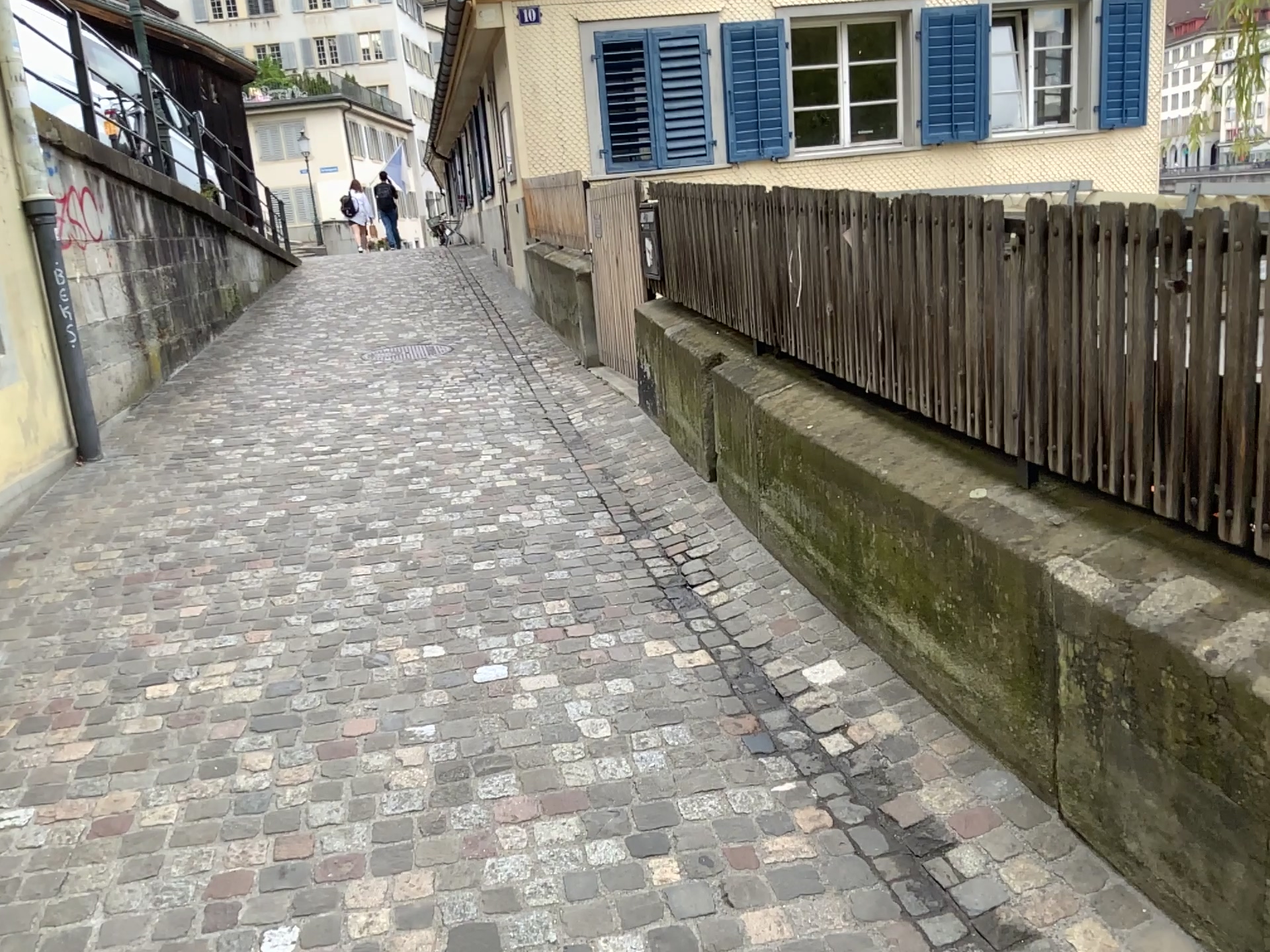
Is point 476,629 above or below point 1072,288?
below
